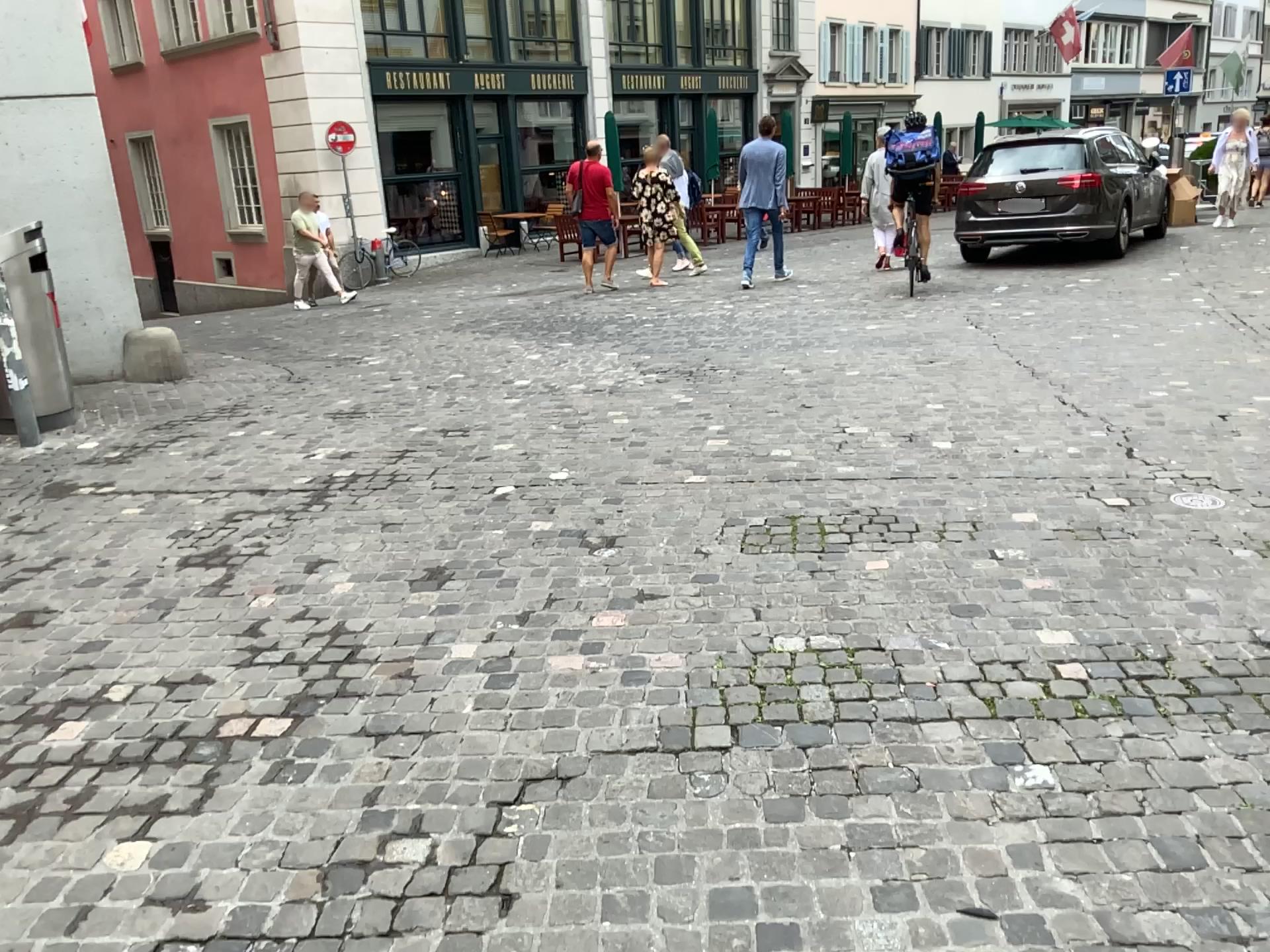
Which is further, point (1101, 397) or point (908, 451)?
point (1101, 397)
